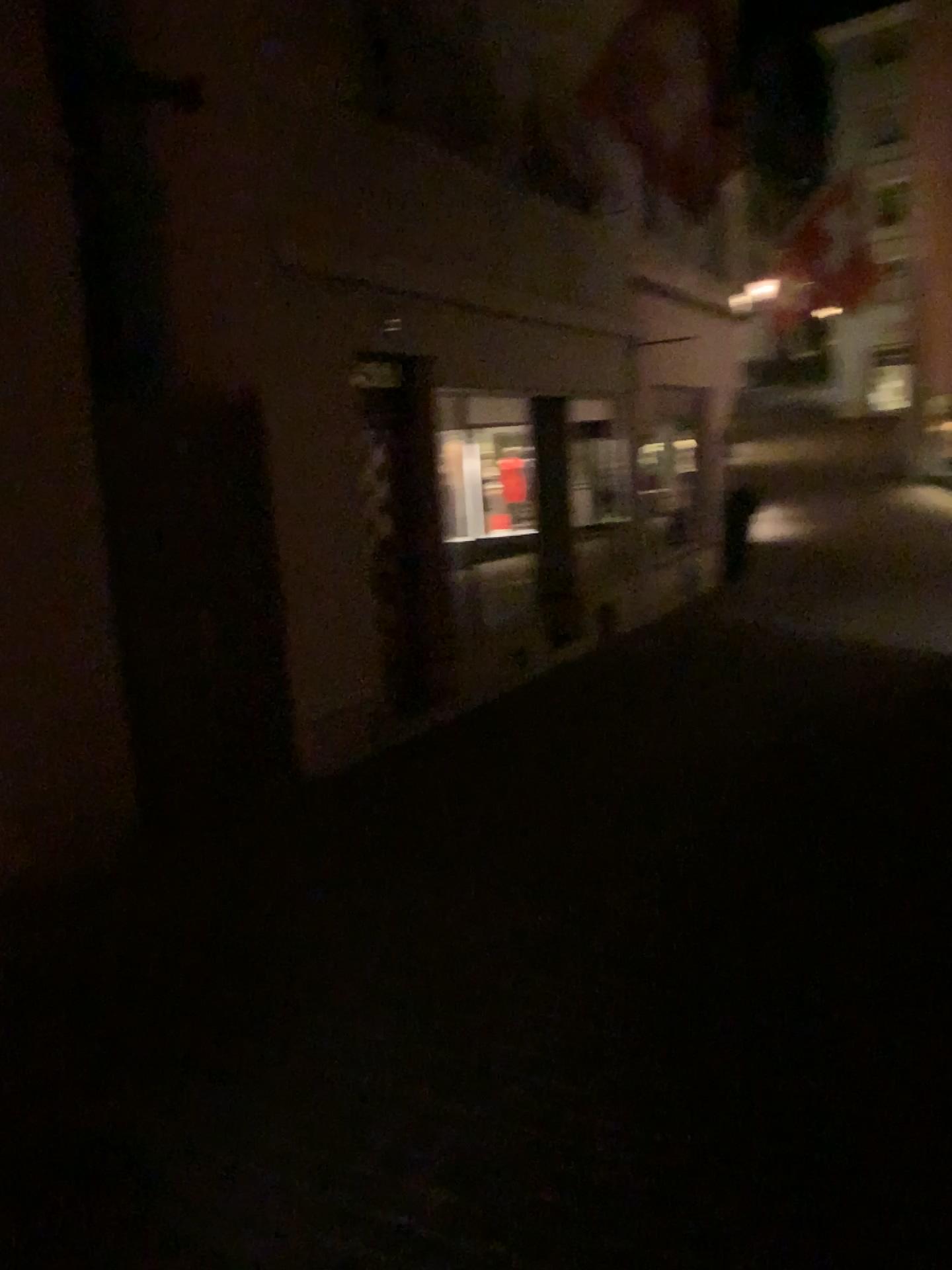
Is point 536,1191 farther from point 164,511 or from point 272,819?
point 164,511
